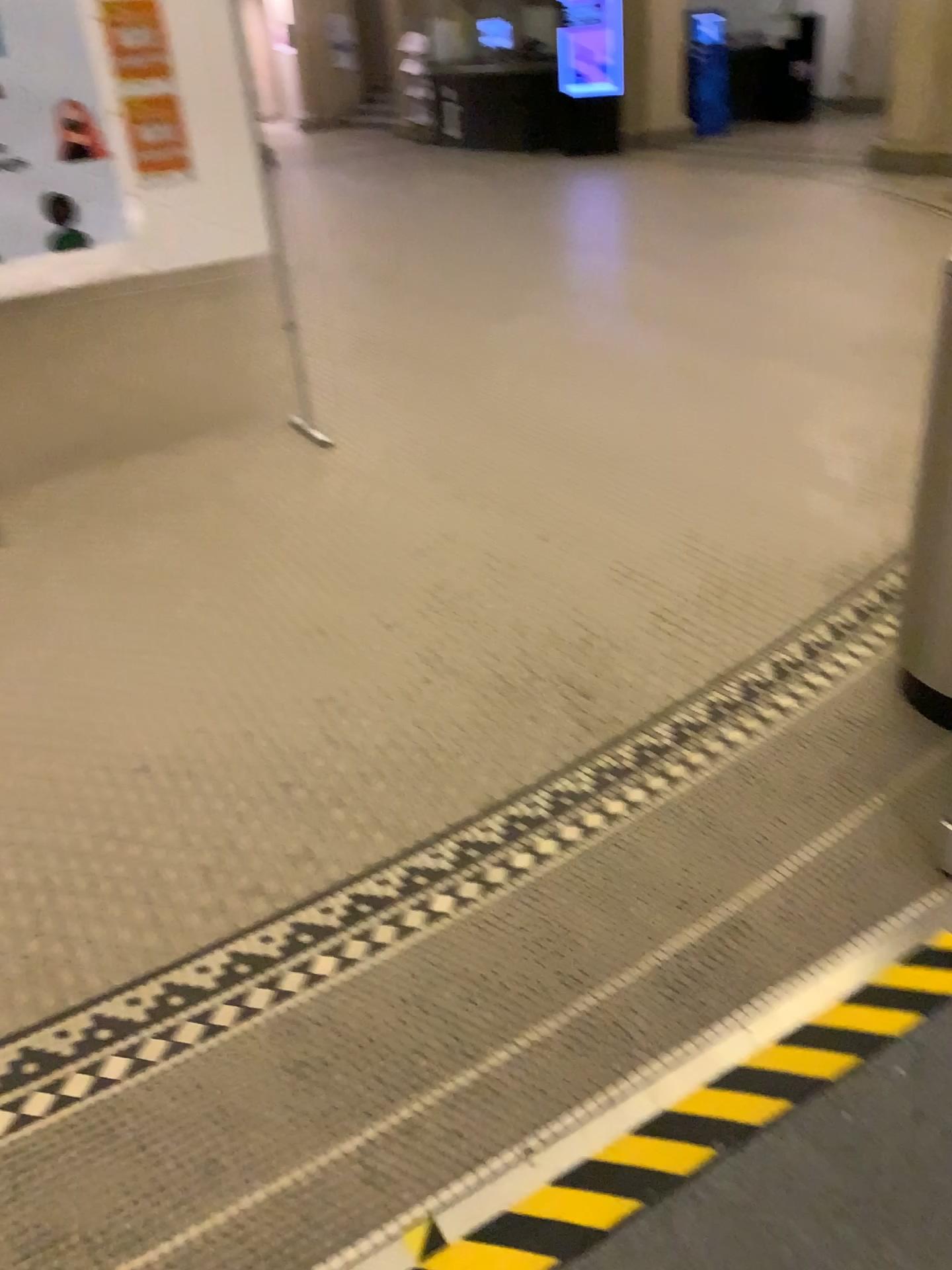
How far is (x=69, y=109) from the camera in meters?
3.6 m

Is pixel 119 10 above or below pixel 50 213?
above

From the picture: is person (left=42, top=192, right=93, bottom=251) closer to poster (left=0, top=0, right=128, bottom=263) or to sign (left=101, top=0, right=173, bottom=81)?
poster (left=0, top=0, right=128, bottom=263)

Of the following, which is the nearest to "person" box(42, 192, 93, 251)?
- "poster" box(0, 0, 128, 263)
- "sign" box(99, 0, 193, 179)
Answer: "poster" box(0, 0, 128, 263)

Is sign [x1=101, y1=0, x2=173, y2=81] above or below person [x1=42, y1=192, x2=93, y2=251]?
above

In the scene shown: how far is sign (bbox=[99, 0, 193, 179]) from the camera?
3.6 meters

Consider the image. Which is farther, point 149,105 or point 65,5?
point 149,105

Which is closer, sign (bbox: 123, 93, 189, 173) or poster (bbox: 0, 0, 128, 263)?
poster (bbox: 0, 0, 128, 263)

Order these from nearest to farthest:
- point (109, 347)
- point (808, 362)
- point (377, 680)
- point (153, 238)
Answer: point (377, 680)
point (153, 238)
point (808, 362)
point (109, 347)
